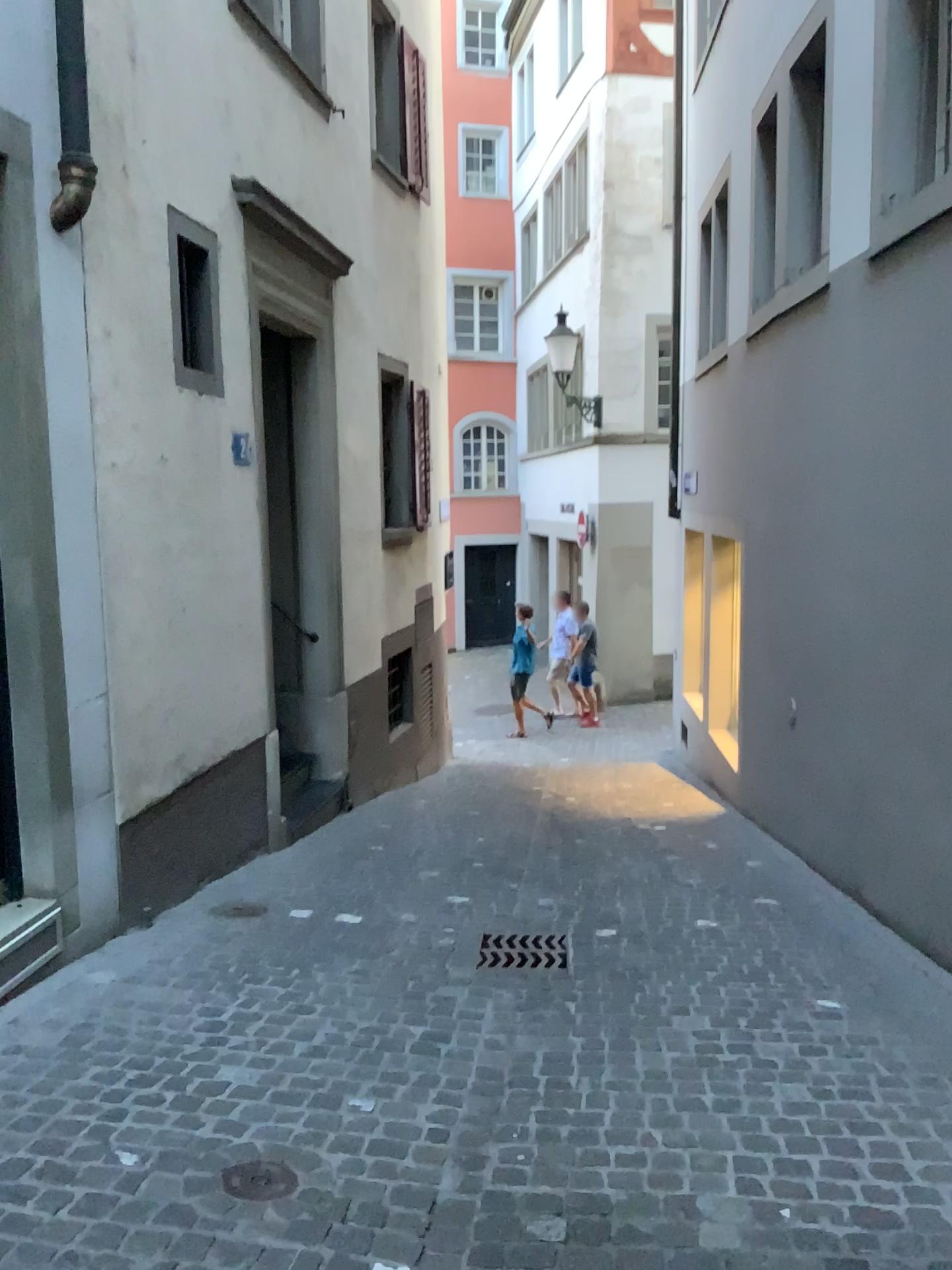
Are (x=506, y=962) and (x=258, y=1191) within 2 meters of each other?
yes

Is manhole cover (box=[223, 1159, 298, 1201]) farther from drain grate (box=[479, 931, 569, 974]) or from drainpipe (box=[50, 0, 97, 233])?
drainpipe (box=[50, 0, 97, 233])

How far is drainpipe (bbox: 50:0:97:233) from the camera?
3.61m

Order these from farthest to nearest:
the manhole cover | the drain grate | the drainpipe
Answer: the drain grate
the drainpipe
the manhole cover

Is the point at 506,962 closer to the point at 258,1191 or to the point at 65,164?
the point at 258,1191

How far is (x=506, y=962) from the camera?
4.06m

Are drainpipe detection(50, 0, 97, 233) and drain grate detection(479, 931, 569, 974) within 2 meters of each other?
no

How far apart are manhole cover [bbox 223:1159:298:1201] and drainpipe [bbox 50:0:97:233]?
3.0m

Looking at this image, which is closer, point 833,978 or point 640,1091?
point 640,1091

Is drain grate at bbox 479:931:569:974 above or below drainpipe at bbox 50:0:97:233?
below
